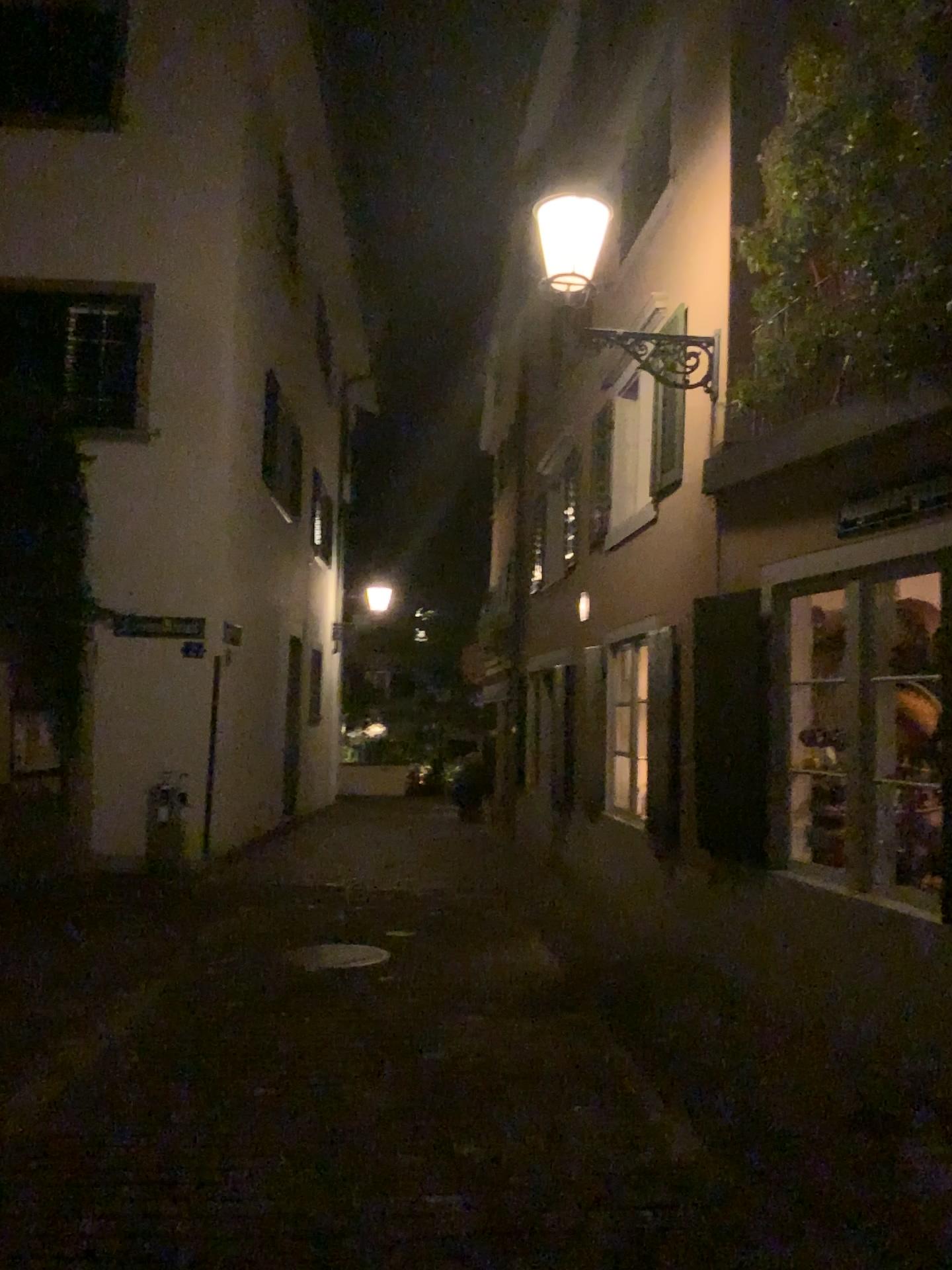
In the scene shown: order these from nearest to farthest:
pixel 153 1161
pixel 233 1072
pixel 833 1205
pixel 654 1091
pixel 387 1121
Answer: pixel 833 1205 < pixel 153 1161 < pixel 387 1121 < pixel 654 1091 < pixel 233 1072
